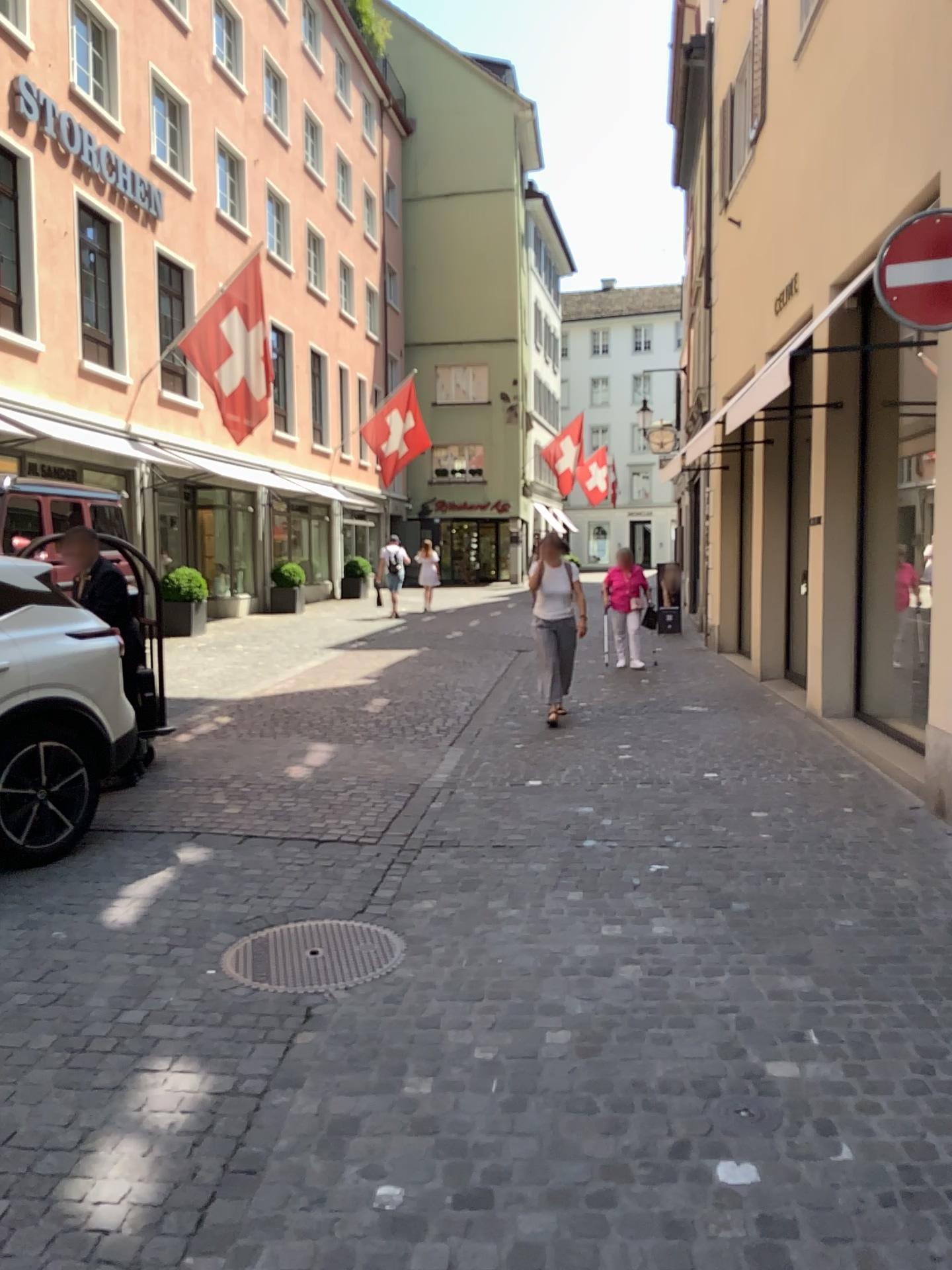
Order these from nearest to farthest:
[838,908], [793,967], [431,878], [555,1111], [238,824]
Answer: [555,1111] → [793,967] → [838,908] → [431,878] → [238,824]
